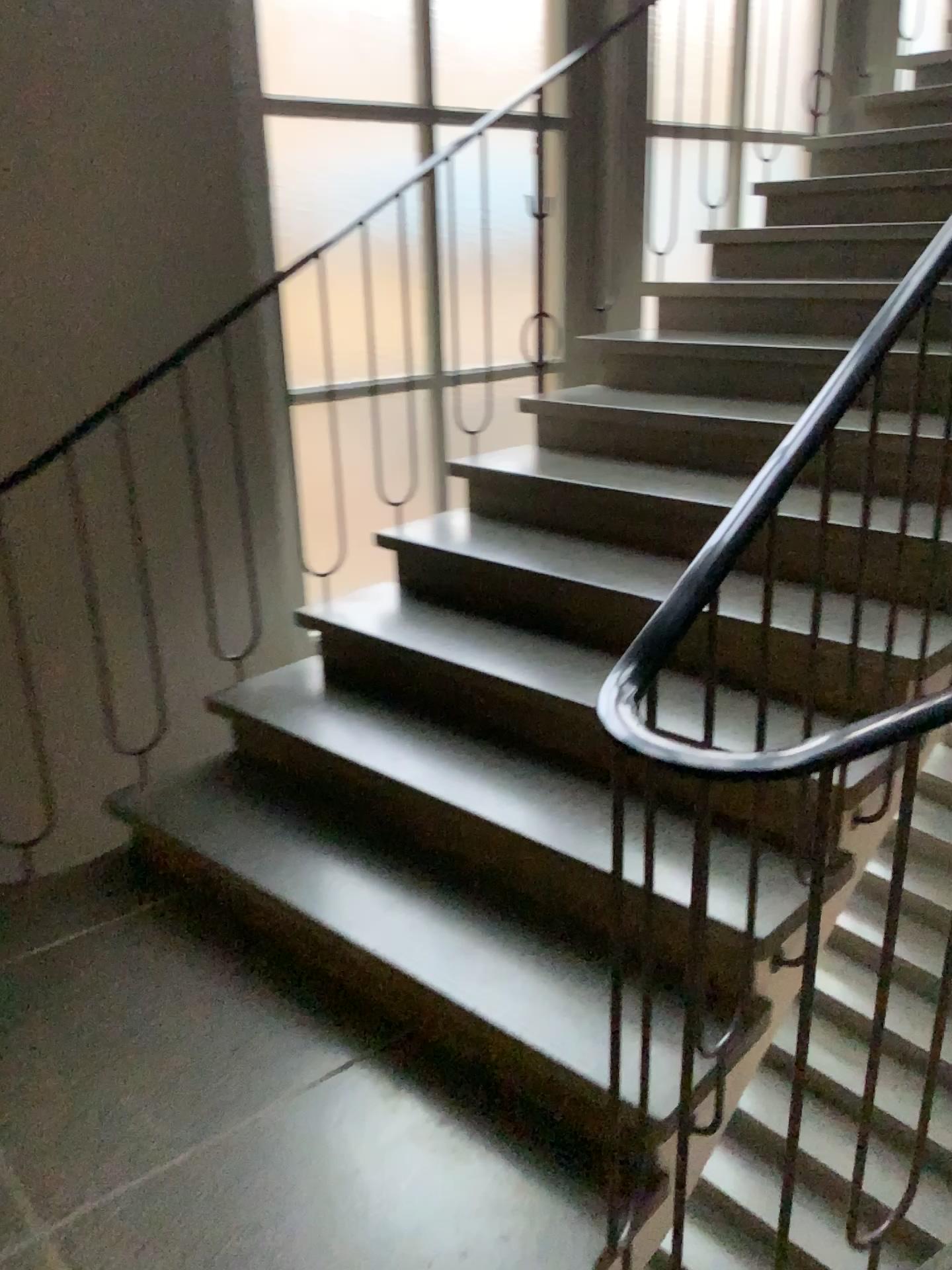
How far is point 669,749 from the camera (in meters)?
1.12

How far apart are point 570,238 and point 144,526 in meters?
2.0

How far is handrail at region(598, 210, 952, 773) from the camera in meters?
1.1
